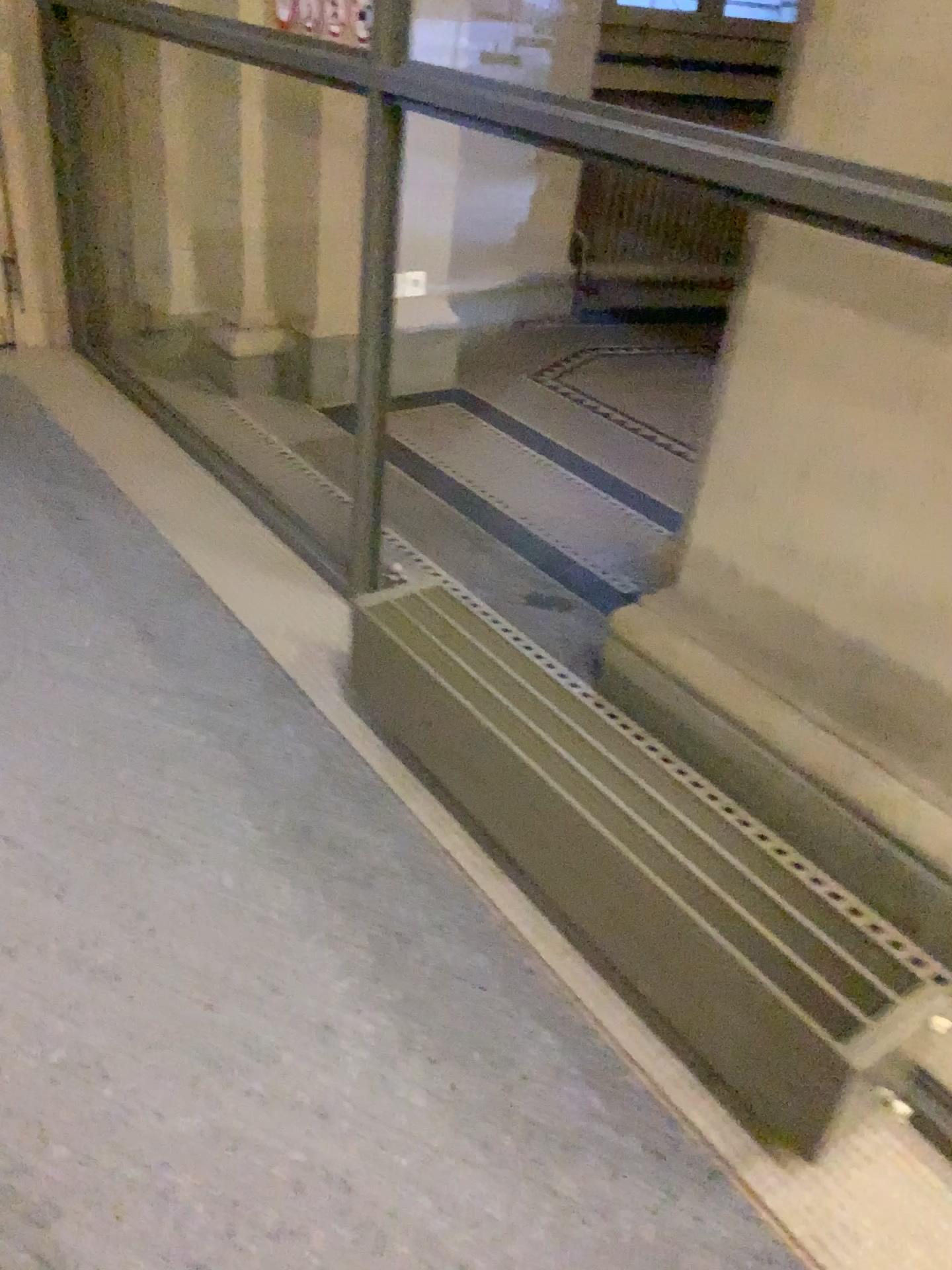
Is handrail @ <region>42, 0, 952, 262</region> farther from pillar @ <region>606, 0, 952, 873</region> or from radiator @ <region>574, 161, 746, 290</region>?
radiator @ <region>574, 161, 746, 290</region>

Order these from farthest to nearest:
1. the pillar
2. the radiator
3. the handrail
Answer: the radiator < the pillar < the handrail

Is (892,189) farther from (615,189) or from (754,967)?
(615,189)

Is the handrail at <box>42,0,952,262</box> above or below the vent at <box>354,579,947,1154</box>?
above

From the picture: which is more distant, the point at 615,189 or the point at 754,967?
the point at 615,189

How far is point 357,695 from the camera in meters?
2.2

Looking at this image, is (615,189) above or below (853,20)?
below

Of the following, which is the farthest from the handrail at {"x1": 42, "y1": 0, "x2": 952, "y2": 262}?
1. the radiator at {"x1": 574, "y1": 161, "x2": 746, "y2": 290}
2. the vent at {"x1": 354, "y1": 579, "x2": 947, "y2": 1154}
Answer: the radiator at {"x1": 574, "y1": 161, "x2": 746, "y2": 290}

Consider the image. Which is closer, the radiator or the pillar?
the pillar

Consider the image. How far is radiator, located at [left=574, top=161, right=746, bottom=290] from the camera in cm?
464
